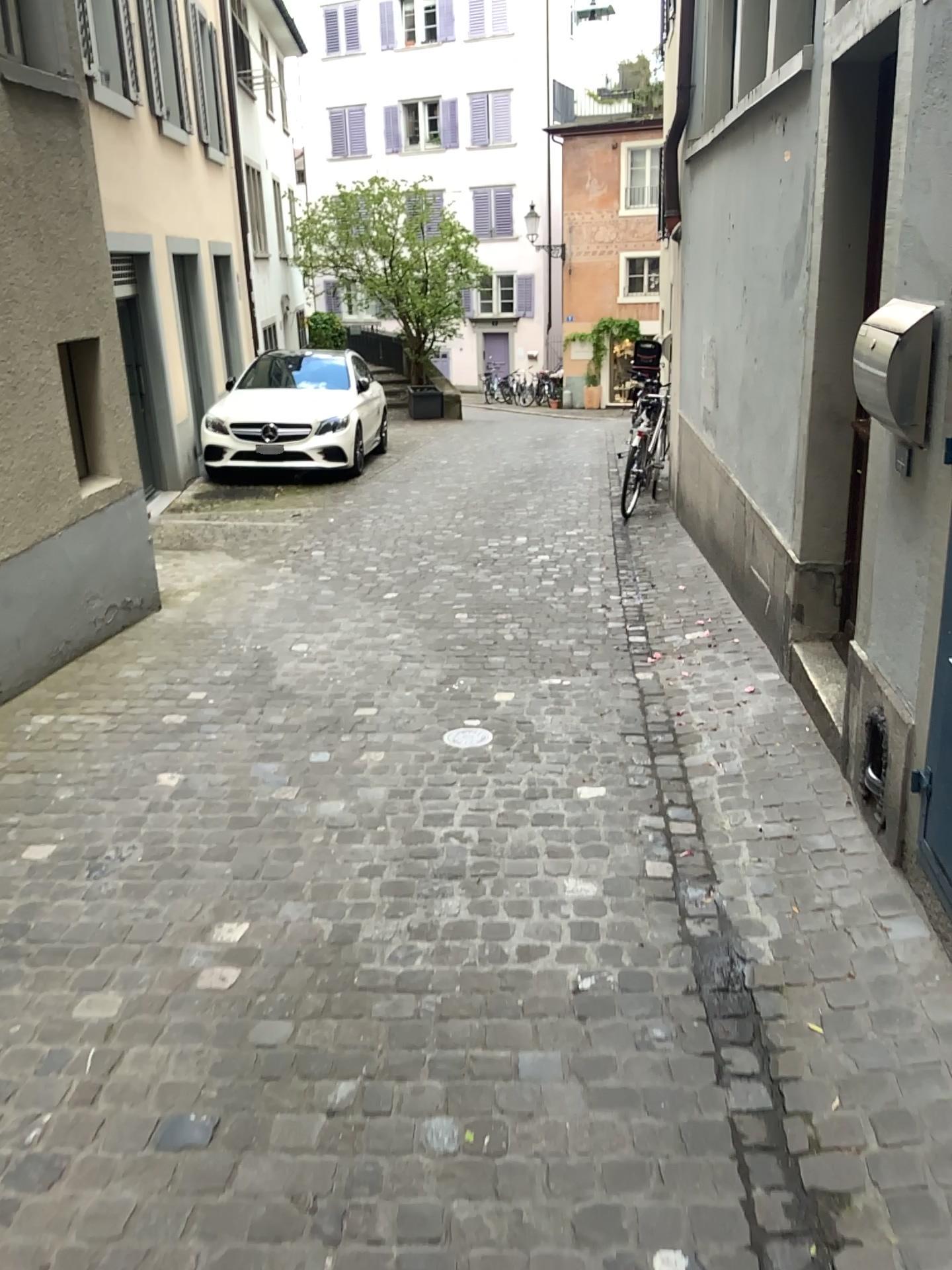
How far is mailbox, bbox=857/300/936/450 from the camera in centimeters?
257cm

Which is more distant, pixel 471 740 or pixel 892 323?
pixel 471 740

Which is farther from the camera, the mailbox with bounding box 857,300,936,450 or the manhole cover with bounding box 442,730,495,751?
the manhole cover with bounding box 442,730,495,751

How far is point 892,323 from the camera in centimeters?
257cm

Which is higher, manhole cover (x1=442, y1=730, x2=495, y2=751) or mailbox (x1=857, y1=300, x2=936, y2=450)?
mailbox (x1=857, y1=300, x2=936, y2=450)

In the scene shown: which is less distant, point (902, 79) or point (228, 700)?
point (902, 79)

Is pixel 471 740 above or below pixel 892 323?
below
